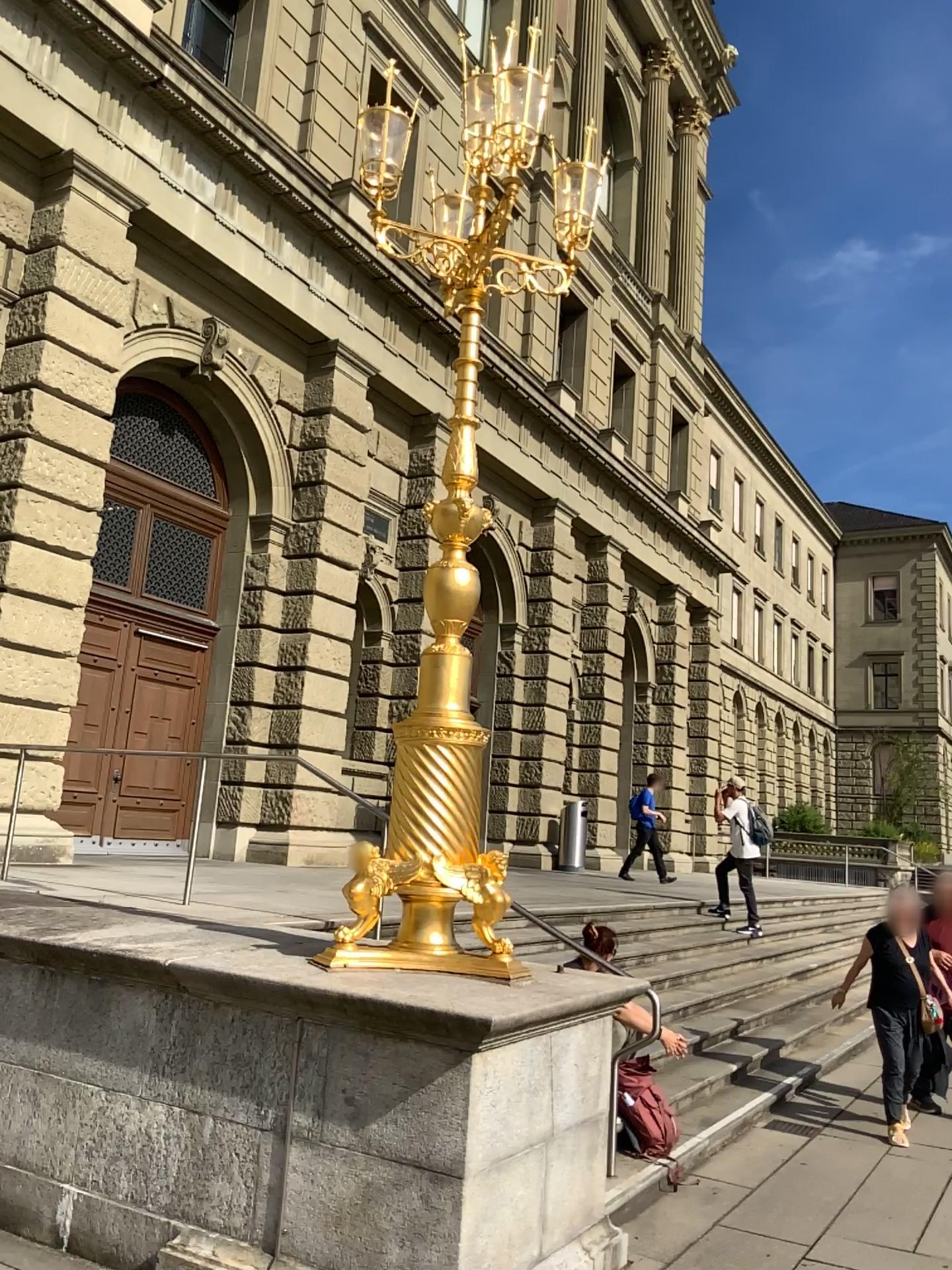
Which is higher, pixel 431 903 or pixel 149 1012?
pixel 431 903
